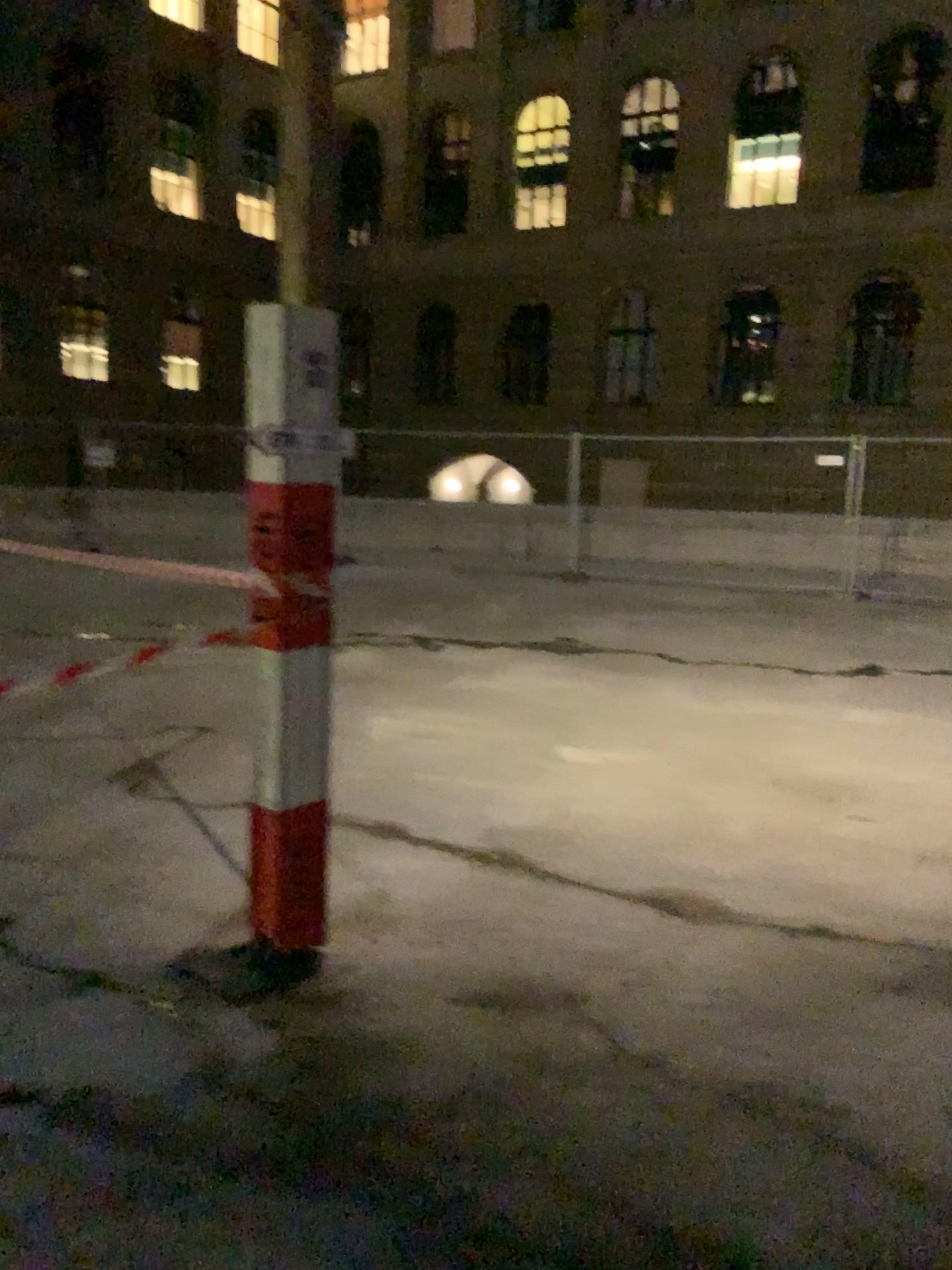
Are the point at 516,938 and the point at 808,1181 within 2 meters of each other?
yes
